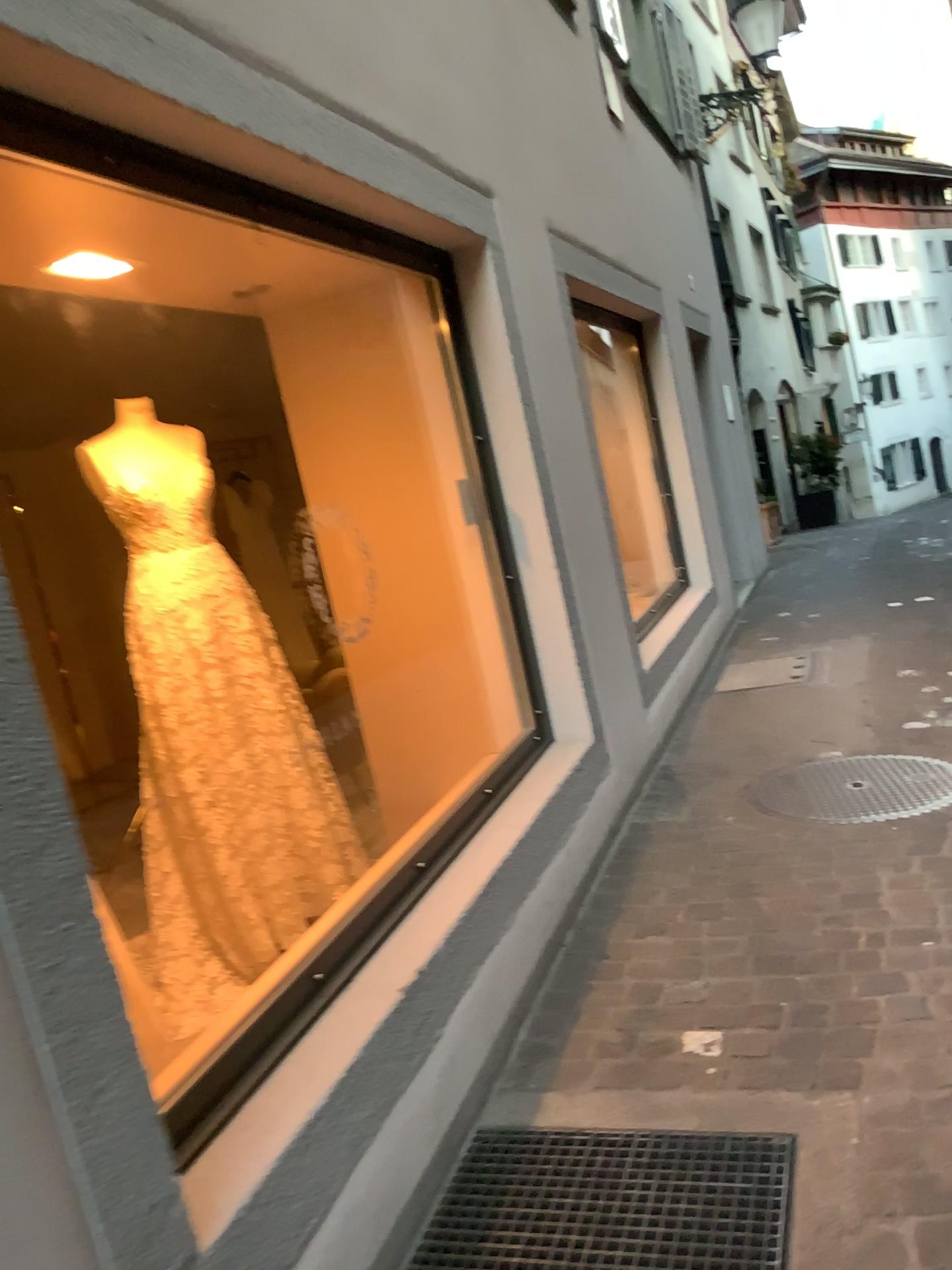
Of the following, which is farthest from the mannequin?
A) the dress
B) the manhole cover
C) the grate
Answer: the manhole cover

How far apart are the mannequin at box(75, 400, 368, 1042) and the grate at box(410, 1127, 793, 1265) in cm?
109

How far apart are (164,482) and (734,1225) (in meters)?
2.41

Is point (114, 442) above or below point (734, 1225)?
above

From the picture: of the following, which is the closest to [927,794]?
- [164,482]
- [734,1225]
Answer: [734,1225]

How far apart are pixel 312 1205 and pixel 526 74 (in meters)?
4.06

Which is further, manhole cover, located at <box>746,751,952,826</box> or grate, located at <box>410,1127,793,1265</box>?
manhole cover, located at <box>746,751,952,826</box>

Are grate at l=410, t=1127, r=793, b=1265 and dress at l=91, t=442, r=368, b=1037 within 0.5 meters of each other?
no

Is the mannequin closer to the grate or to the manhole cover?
the grate

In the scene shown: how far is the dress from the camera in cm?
315
